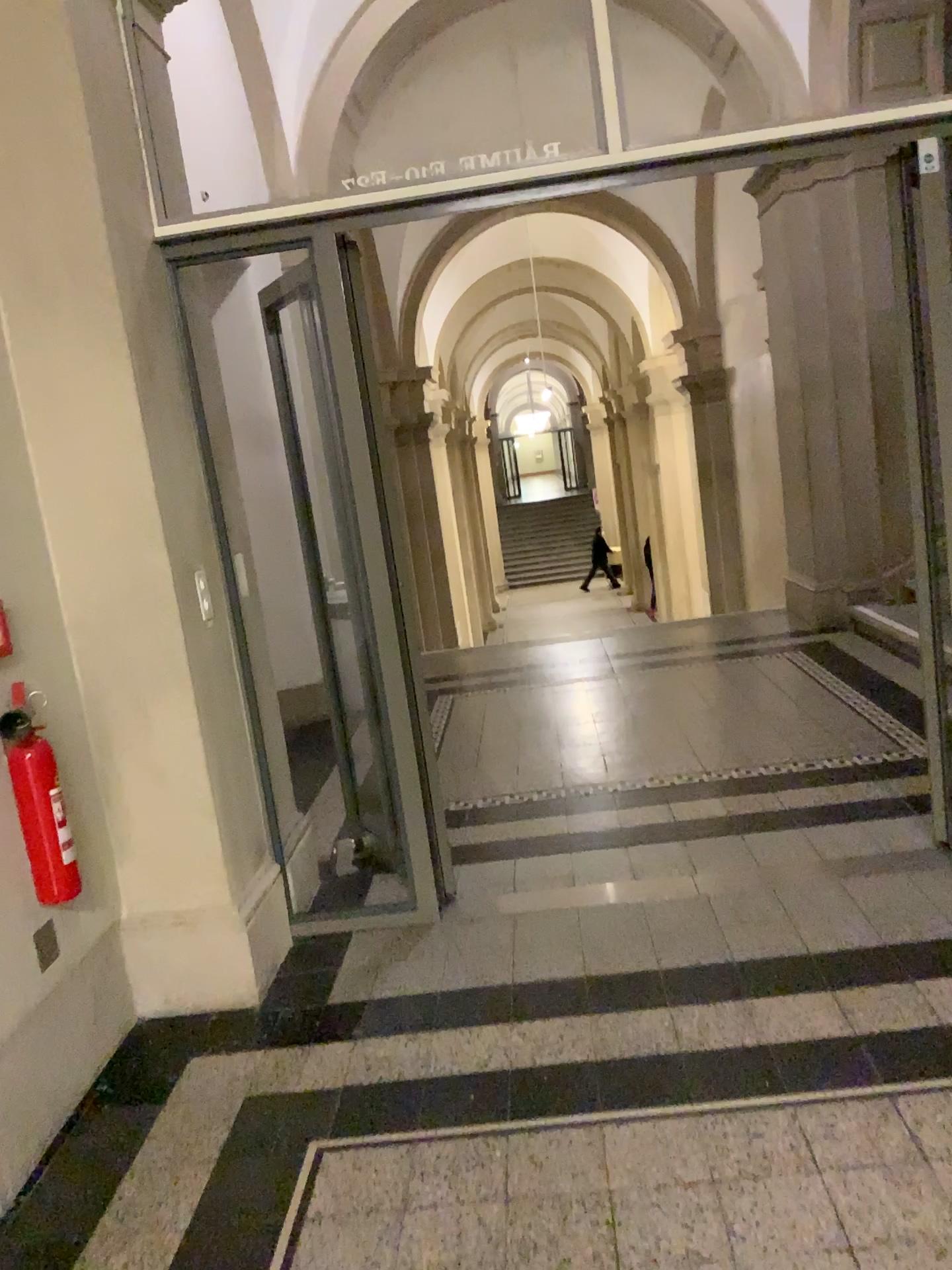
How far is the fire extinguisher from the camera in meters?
2.4 m

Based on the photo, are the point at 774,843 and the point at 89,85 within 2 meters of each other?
no

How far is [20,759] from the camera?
2.4 meters
